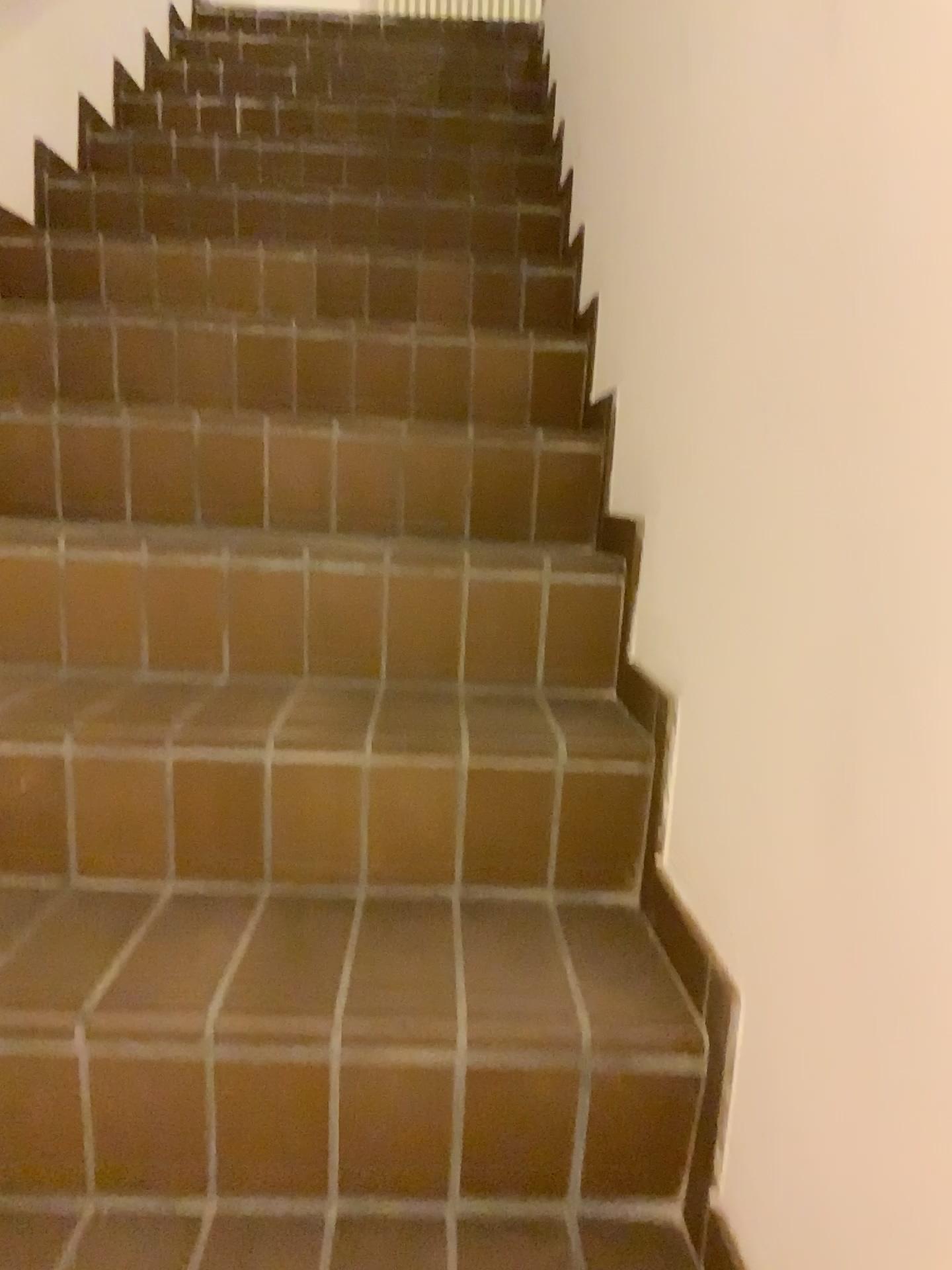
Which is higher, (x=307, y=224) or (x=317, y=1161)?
(x=307, y=224)
